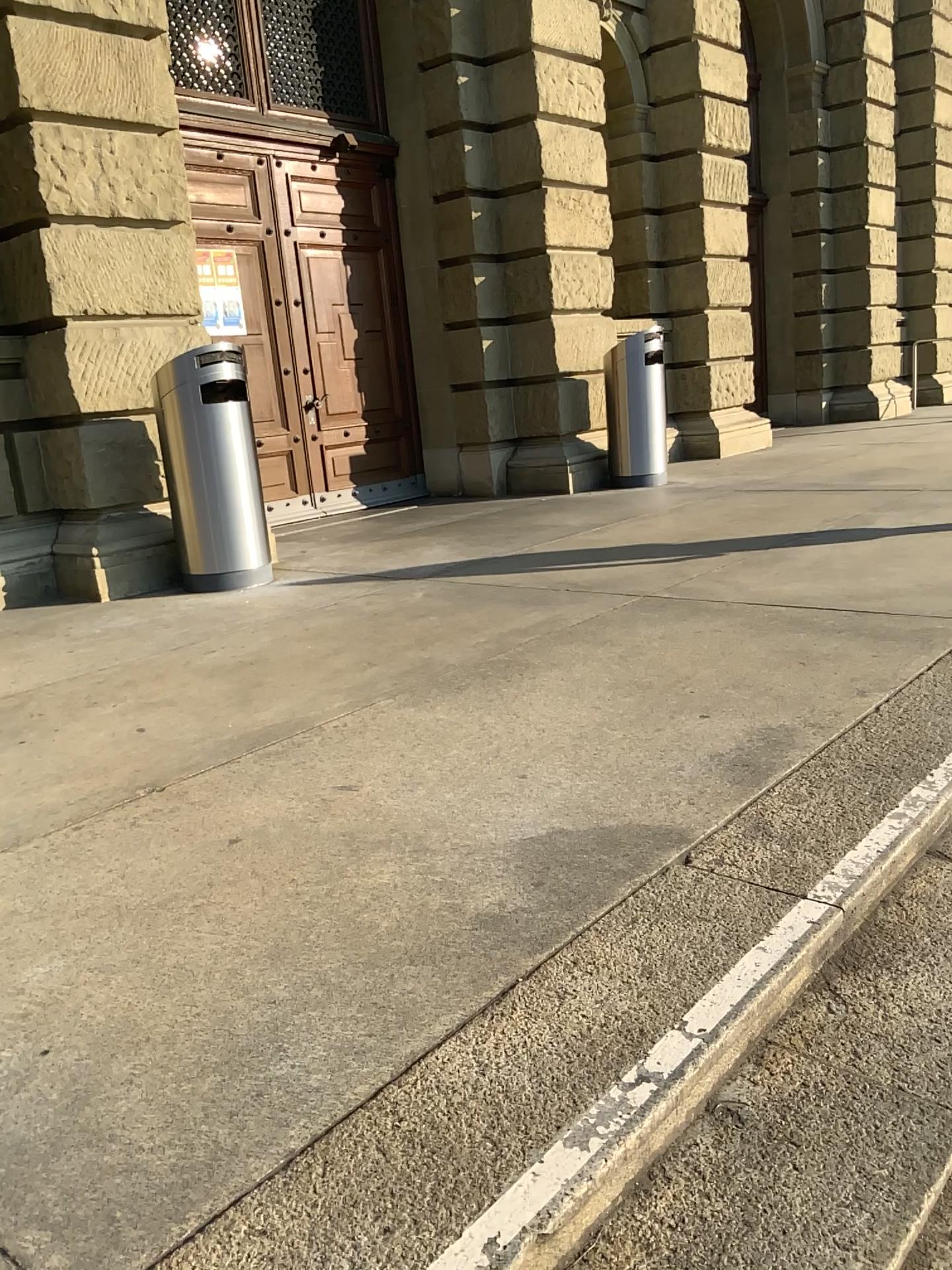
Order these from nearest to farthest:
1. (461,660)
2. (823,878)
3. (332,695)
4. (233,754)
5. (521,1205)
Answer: (521,1205)
(823,878)
(233,754)
(332,695)
(461,660)
